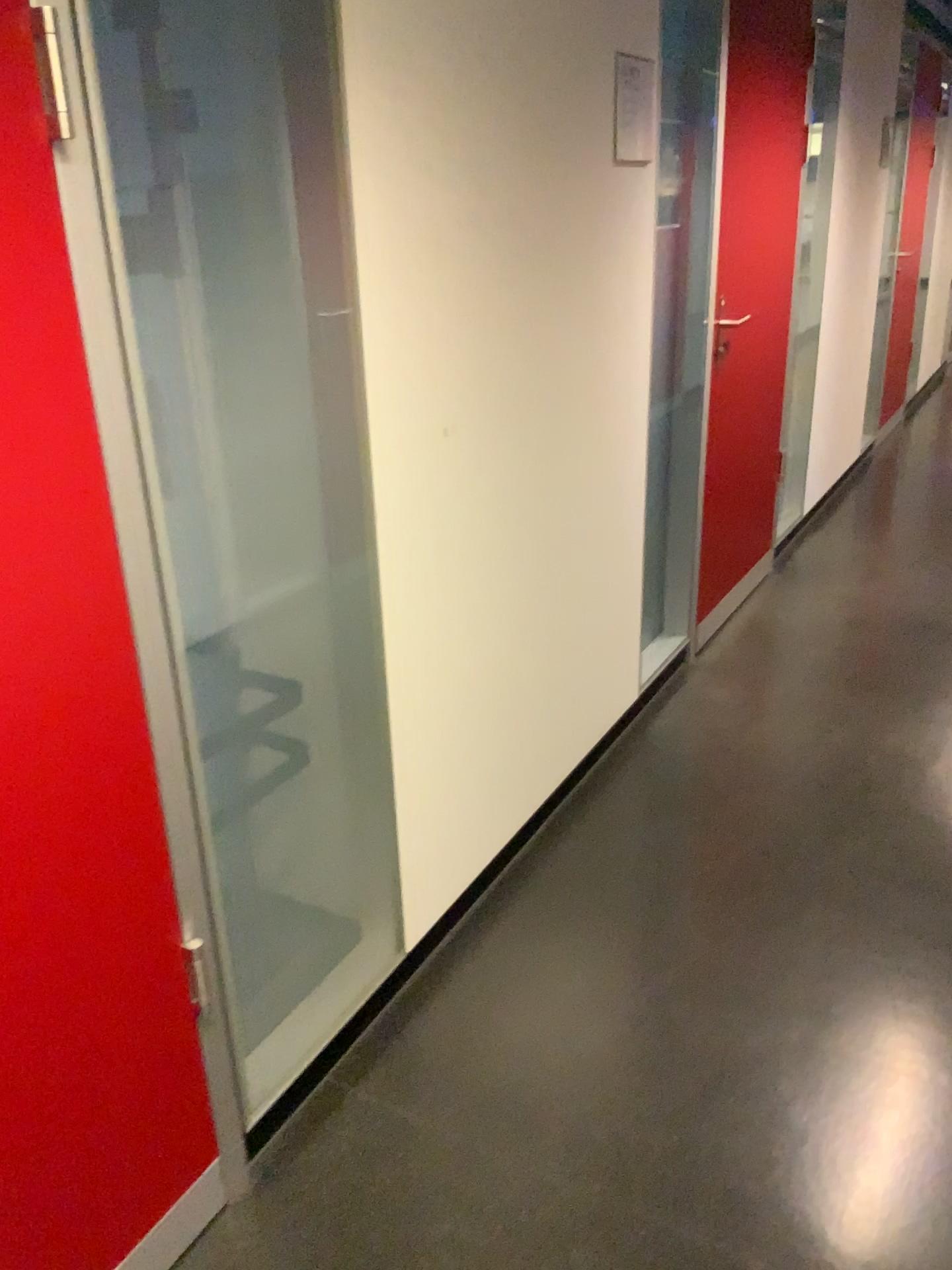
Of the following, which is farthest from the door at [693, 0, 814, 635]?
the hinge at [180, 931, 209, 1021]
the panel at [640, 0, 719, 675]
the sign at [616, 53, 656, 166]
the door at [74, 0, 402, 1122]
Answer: the hinge at [180, 931, 209, 1021]

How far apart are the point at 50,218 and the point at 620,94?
1.56m

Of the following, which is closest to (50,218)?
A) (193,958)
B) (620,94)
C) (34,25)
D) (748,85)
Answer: (34,25)

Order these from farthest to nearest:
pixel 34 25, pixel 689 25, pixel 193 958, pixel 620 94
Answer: pixel 689 25 → pixel 620 94 → pixel 193 958 → pixel 34 25

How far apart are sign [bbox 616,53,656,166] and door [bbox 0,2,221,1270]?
1.53m

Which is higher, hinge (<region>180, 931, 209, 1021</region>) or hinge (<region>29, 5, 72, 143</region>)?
hinge (<region>29, 5, 72, 143</region>)

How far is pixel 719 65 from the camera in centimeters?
285cm

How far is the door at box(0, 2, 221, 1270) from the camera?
1.10m

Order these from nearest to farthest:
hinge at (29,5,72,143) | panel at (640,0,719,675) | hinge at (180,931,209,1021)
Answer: hinge at (29,5,72,143) → hinge at (180,931,209,1021) → panel at (640,0,719,675)

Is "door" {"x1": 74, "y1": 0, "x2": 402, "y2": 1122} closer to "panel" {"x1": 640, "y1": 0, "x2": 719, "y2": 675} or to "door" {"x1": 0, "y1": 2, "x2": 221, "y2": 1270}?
"door" {"x1": 0, "y1": 2, "x2": 221, "y2": 1270}
